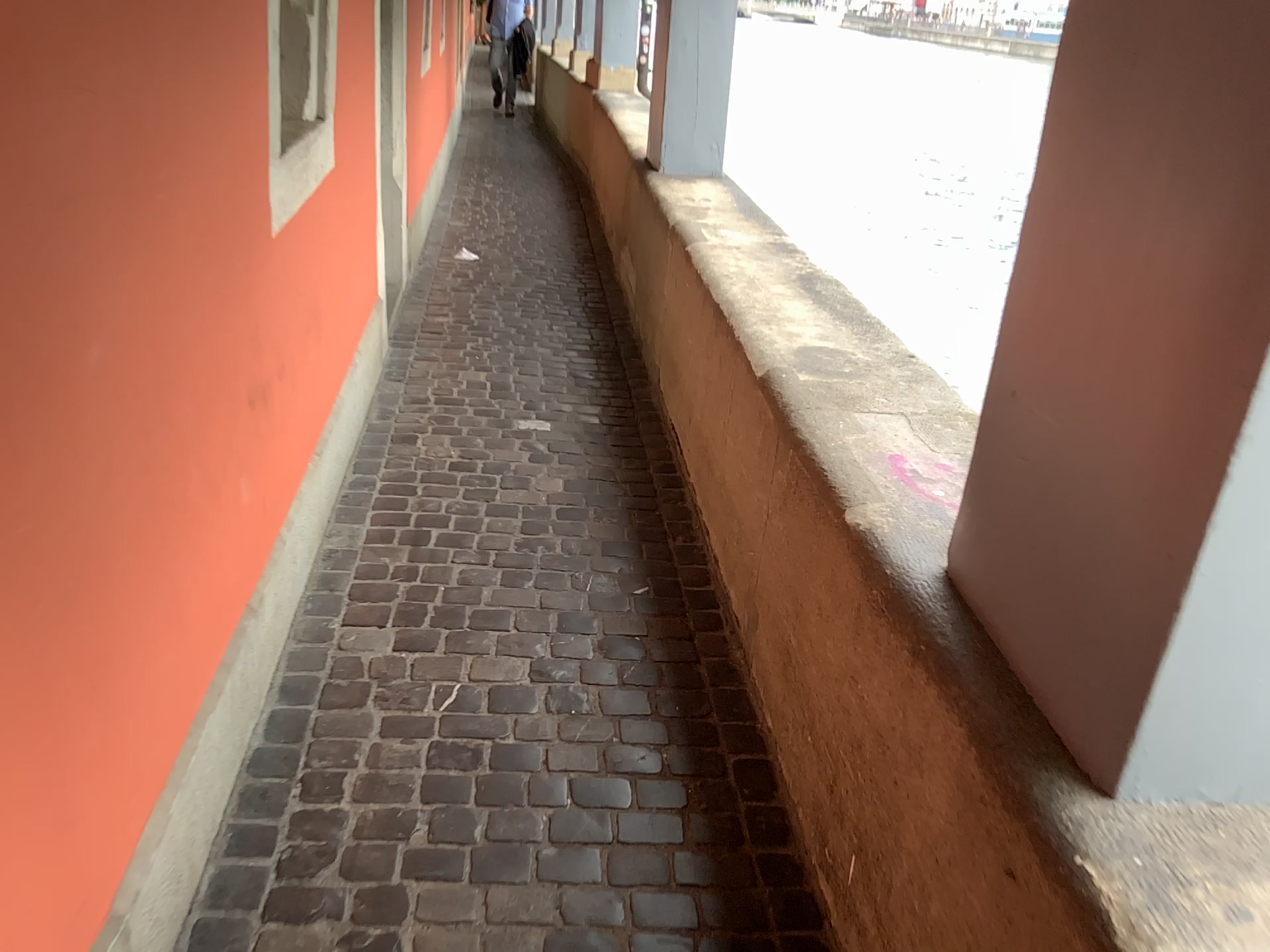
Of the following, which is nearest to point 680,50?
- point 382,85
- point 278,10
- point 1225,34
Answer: point 382,85

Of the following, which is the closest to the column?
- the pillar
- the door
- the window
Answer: the door

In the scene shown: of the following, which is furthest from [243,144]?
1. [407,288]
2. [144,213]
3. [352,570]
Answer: [407,288]

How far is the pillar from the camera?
0.9m

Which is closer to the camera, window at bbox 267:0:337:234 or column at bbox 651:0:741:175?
window at bbox 267:0:337:234

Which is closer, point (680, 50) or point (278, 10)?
point (278, 10)

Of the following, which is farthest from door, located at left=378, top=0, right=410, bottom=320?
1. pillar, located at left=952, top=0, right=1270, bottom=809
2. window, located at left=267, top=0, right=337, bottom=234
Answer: pillar, located at left=952, top=0, right=1270, bottom=809

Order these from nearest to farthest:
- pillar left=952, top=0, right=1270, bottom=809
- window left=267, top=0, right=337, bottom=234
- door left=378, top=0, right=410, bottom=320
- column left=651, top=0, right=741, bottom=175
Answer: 1. pillar left=952, top=0, right=1270, bottom=809
2. window left=267, top=0, right=337, bottom=234
3. door left=378, top=0, right=410, bottom=320
4. column left=651, top=0, right=741, bottom=175

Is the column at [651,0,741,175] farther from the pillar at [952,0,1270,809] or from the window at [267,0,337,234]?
the pillar at [952,0,1270,809]

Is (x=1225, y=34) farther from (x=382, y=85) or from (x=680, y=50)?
(x=680, y=50)
